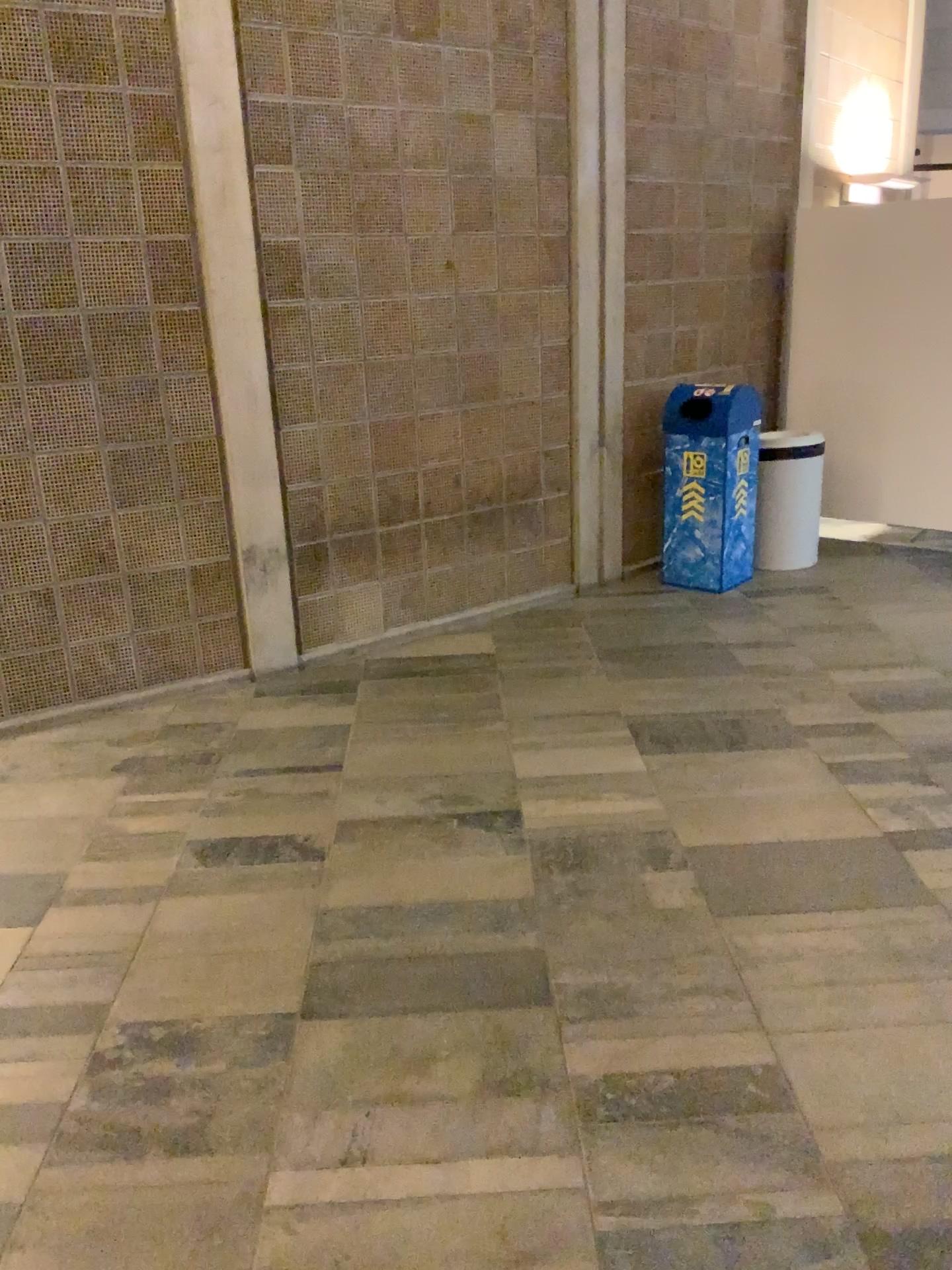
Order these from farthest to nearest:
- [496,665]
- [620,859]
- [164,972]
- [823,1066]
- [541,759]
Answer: [496,665] < [541,759] < [620,859] < [164,972] < [823,1066]
